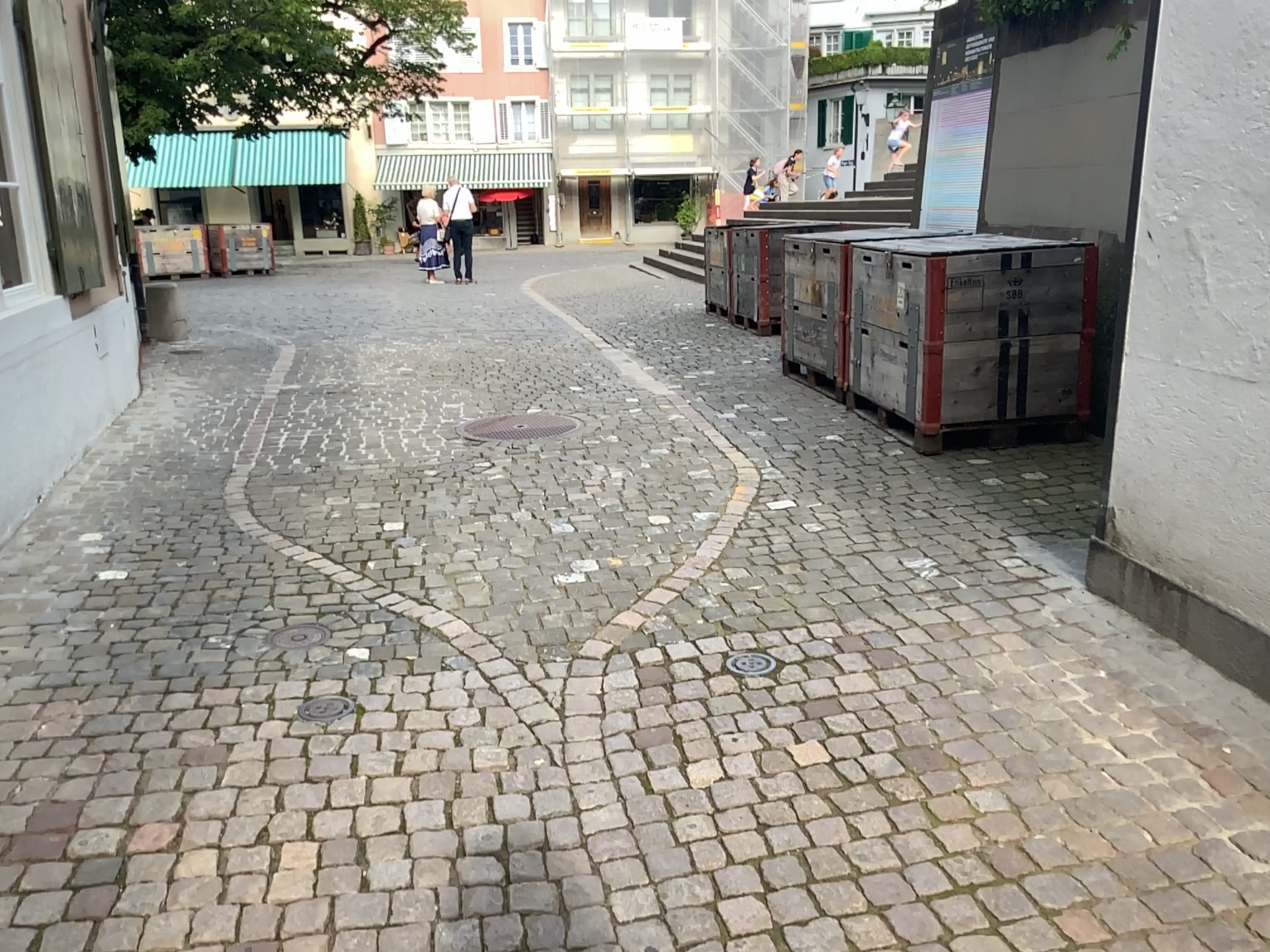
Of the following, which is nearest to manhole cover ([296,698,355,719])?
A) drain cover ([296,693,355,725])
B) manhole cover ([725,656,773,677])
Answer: drain cover ([296,693,355,725])

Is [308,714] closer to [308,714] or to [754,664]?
[308,714]

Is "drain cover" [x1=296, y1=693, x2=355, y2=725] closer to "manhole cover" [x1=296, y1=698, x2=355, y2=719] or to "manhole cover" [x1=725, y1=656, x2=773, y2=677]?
"manhole cover" [x1=296, y1=698, x2=355, y2=719]

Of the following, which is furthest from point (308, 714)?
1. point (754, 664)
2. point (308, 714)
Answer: point (754, 664)

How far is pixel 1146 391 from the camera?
3.05m
